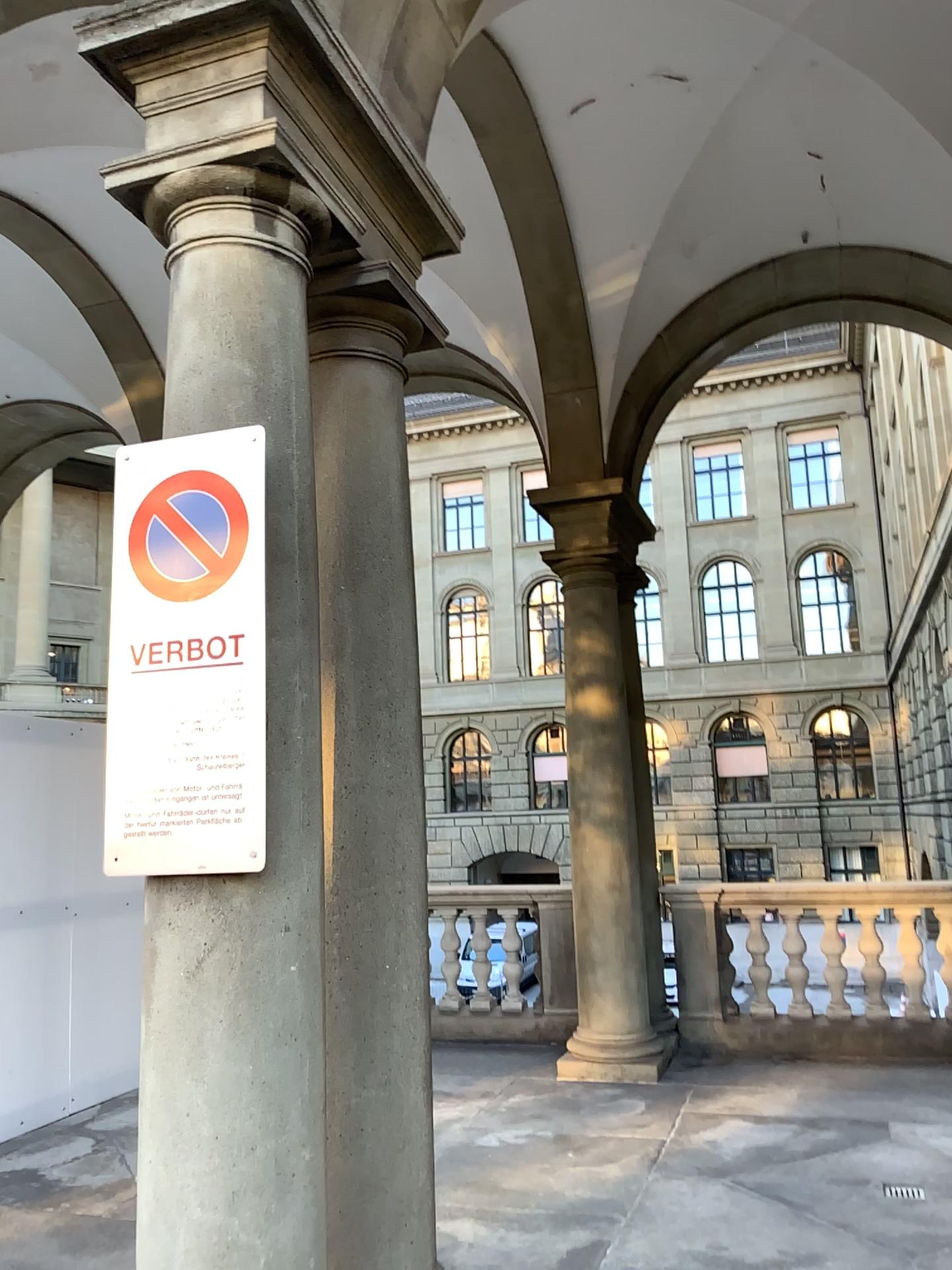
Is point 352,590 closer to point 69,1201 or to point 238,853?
point 238,853
